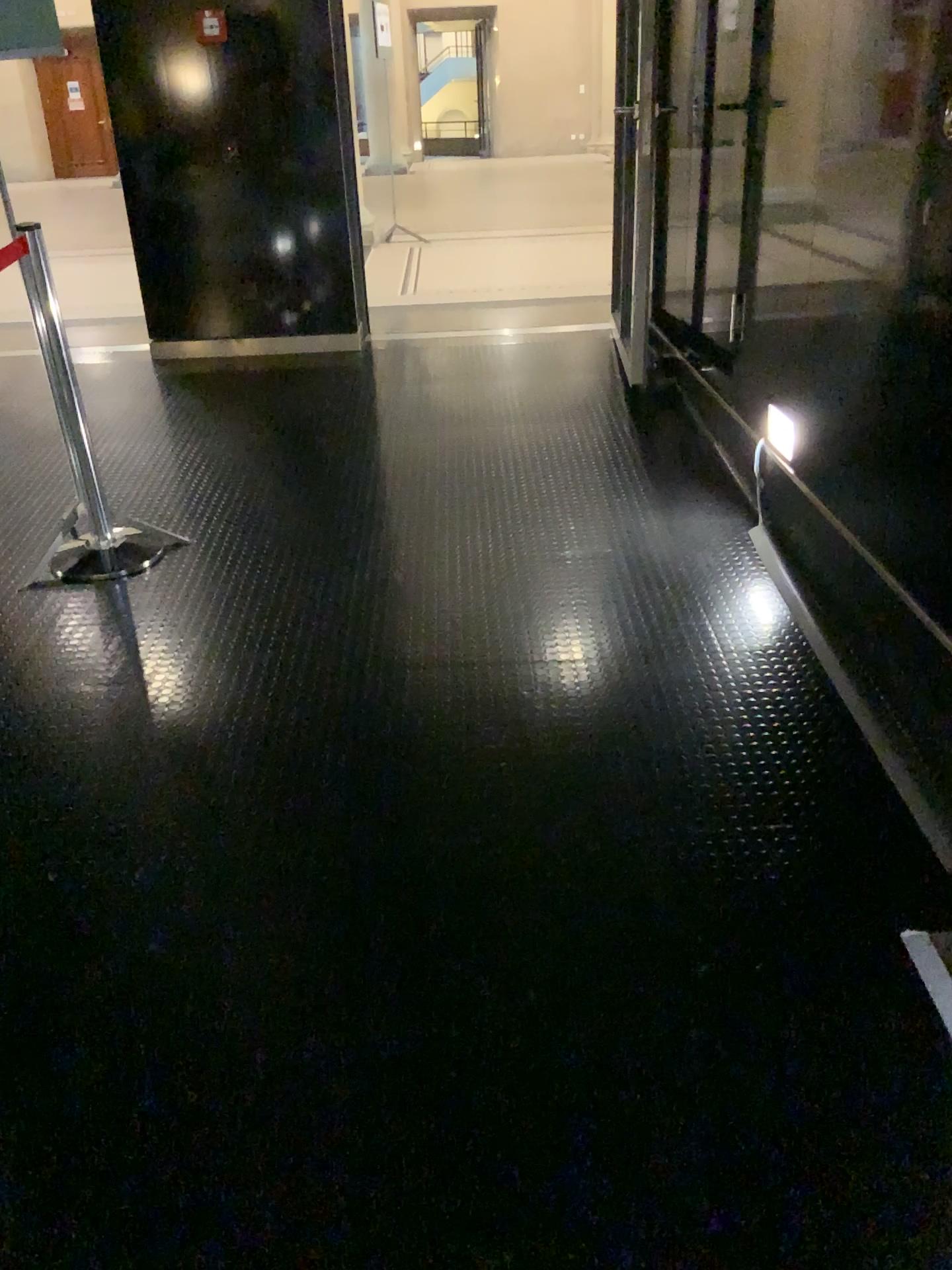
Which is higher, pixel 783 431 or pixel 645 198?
pixel 645 198

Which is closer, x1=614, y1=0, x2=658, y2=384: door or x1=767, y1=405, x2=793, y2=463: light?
x1=767, y1=405, x2=793, y2=463: light

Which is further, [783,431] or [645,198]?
[645,198]

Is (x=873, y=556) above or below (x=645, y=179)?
below
